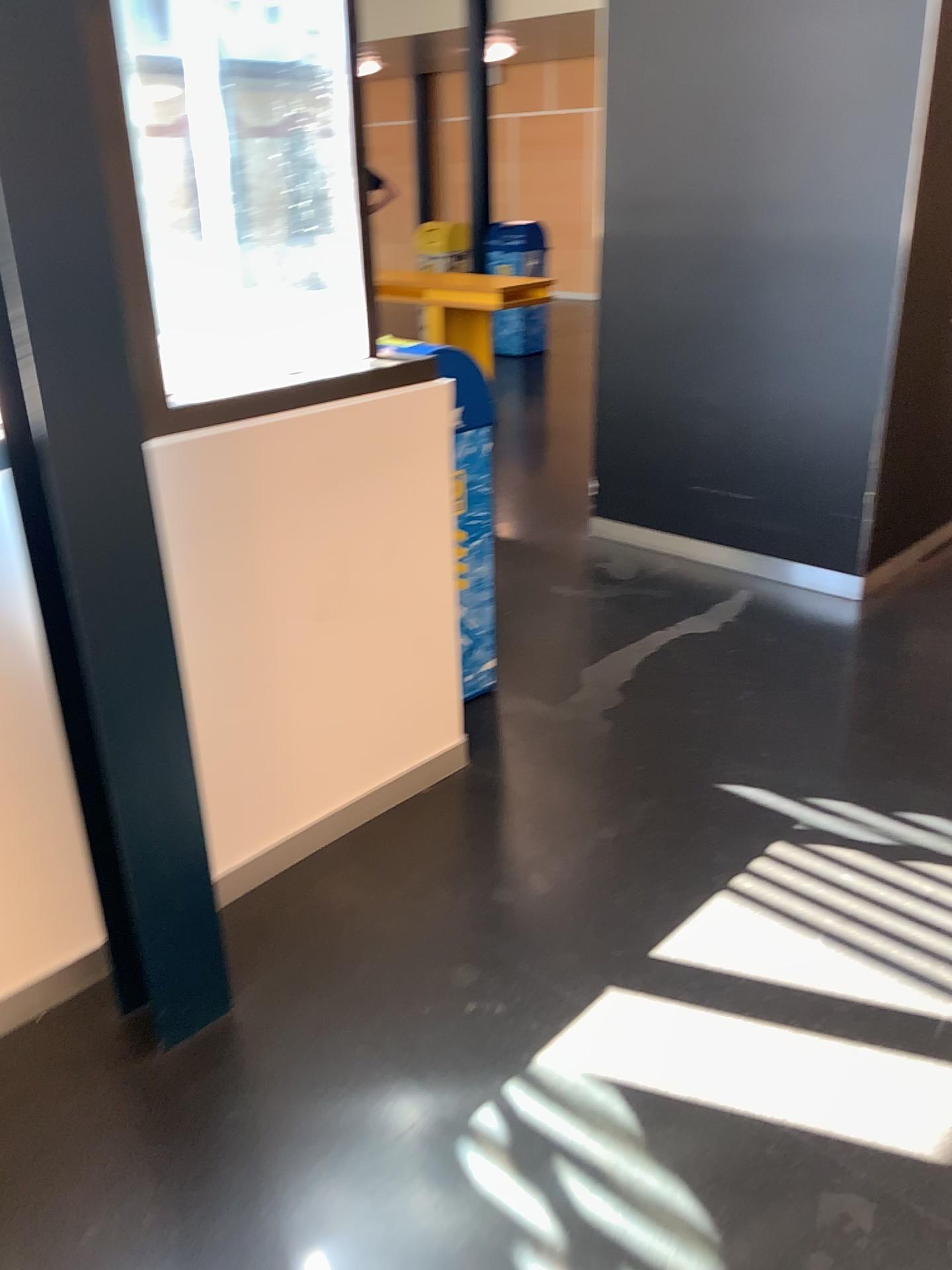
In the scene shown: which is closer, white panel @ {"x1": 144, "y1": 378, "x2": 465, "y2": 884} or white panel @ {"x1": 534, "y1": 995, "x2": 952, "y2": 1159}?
white panel @ {"x1": 534, "y1": 995, "x2": 952, "y2": 1159}

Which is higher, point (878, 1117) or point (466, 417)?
point (466, 417)

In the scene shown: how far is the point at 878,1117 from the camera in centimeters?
179cm

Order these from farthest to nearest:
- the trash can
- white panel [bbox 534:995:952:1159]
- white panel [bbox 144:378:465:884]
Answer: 1. the trash can
2. white panel [bbox 144:378:465:884]
3. white panel [bbox 534:995:952:1159]

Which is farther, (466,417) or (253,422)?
(466,417)

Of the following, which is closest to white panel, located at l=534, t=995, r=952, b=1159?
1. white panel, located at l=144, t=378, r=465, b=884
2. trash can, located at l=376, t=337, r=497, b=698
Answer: white panel, located at l=144, t=378, r=465, b=884

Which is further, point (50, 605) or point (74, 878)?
point (74, 878)

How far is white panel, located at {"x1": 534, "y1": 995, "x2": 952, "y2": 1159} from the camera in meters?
1.8

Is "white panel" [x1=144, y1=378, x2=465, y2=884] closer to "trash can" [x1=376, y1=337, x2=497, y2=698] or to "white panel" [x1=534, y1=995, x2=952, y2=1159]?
"trash can" [x1=376, y1=337, x2=497, y2=698]
